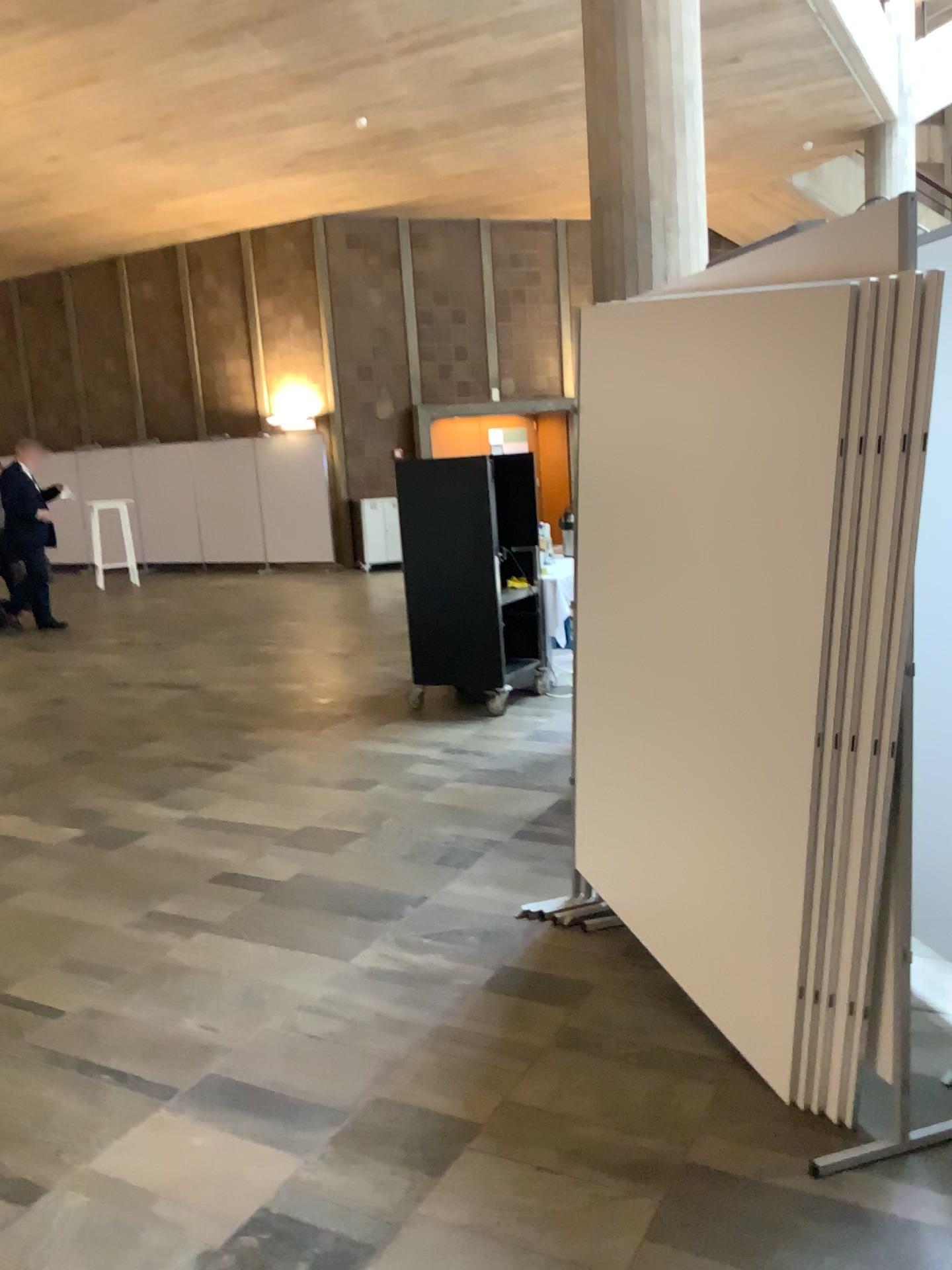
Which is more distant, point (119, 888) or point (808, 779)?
point (119, 888)
